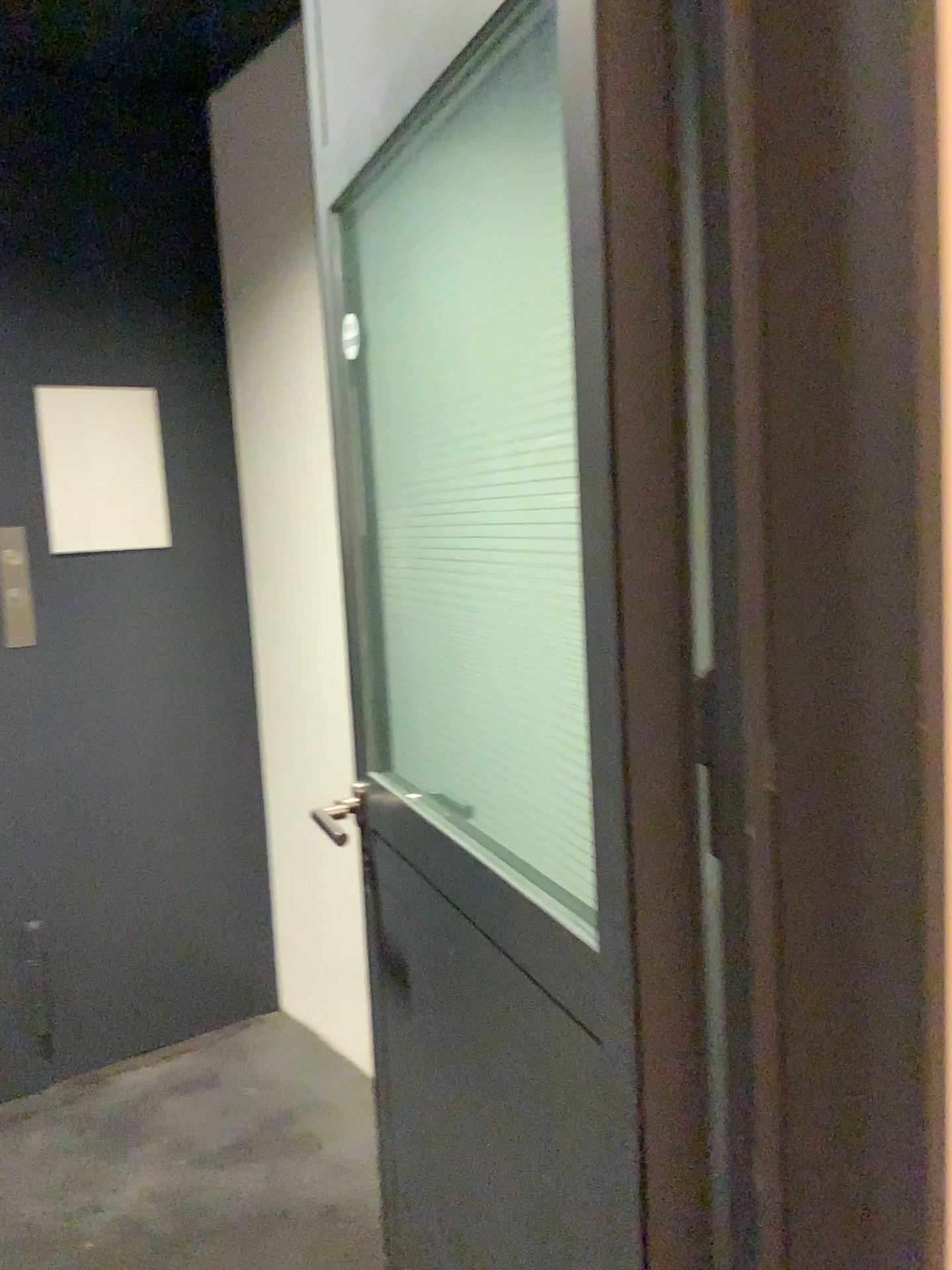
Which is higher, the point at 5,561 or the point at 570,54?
the point at 570,54

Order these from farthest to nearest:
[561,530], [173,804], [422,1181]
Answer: [173,804] < [422,1181] < [561,530]

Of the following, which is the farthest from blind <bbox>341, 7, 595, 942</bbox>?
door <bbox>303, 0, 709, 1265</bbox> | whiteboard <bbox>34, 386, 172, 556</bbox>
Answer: A: whiteboard <bbox>34, 386, 172, 556</bbox>

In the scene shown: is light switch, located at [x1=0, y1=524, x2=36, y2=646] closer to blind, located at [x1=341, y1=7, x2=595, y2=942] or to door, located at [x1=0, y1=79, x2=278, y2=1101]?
door, located at [x1=0, y1=79, x2=278, y2=1101]

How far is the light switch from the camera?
2.6 meters

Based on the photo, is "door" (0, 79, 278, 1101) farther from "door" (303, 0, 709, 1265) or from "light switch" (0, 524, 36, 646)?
"door" (303, 0, 709, 1265)

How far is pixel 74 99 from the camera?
2.7m

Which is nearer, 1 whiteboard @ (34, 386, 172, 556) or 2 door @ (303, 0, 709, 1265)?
2 door @ (303, 0, 709, 1265)

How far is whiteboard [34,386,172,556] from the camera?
2.70m

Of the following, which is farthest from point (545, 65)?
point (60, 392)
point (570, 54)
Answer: point (60, 392)
